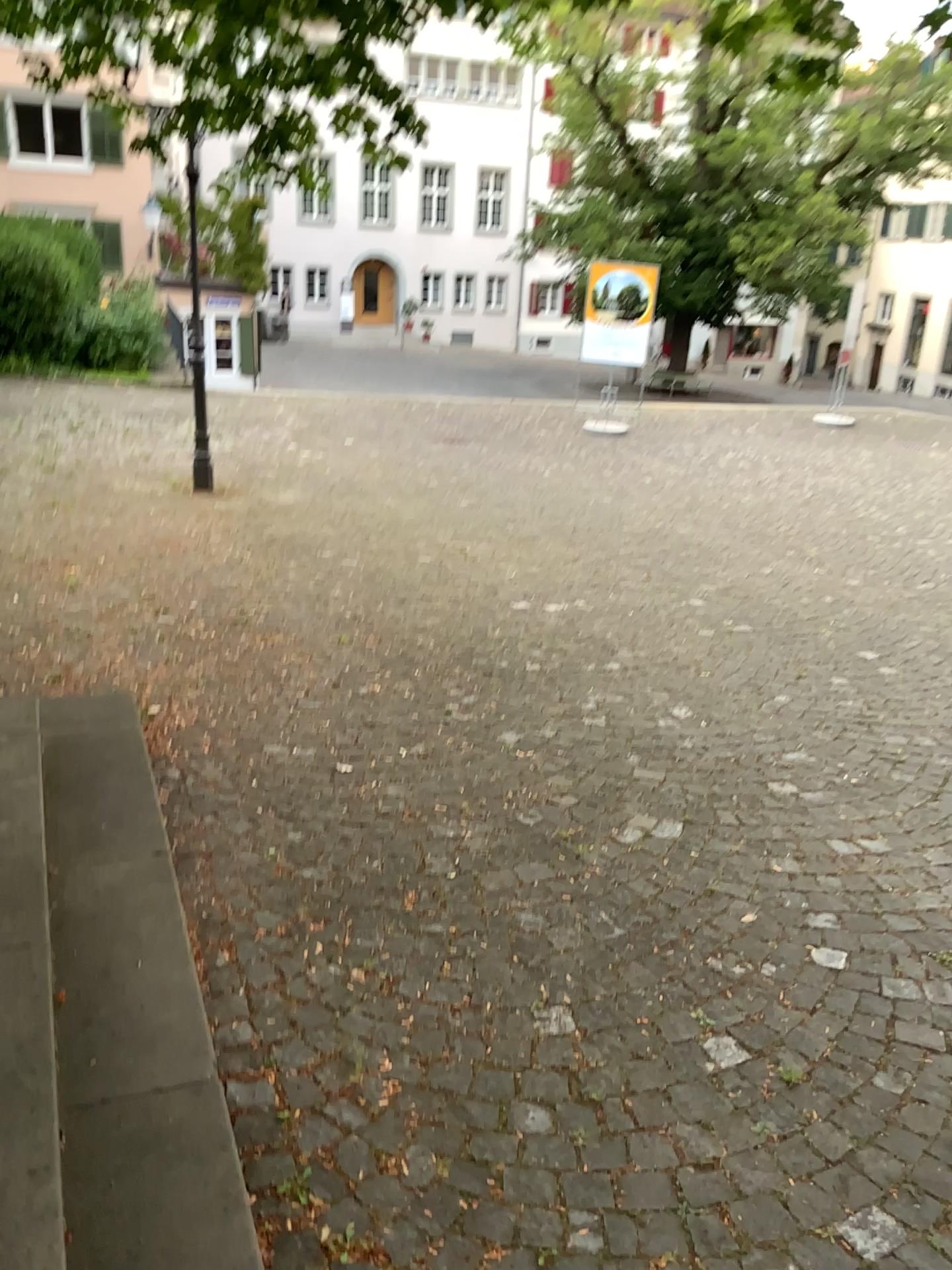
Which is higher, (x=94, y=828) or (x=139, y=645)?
(x=94, y=828)
